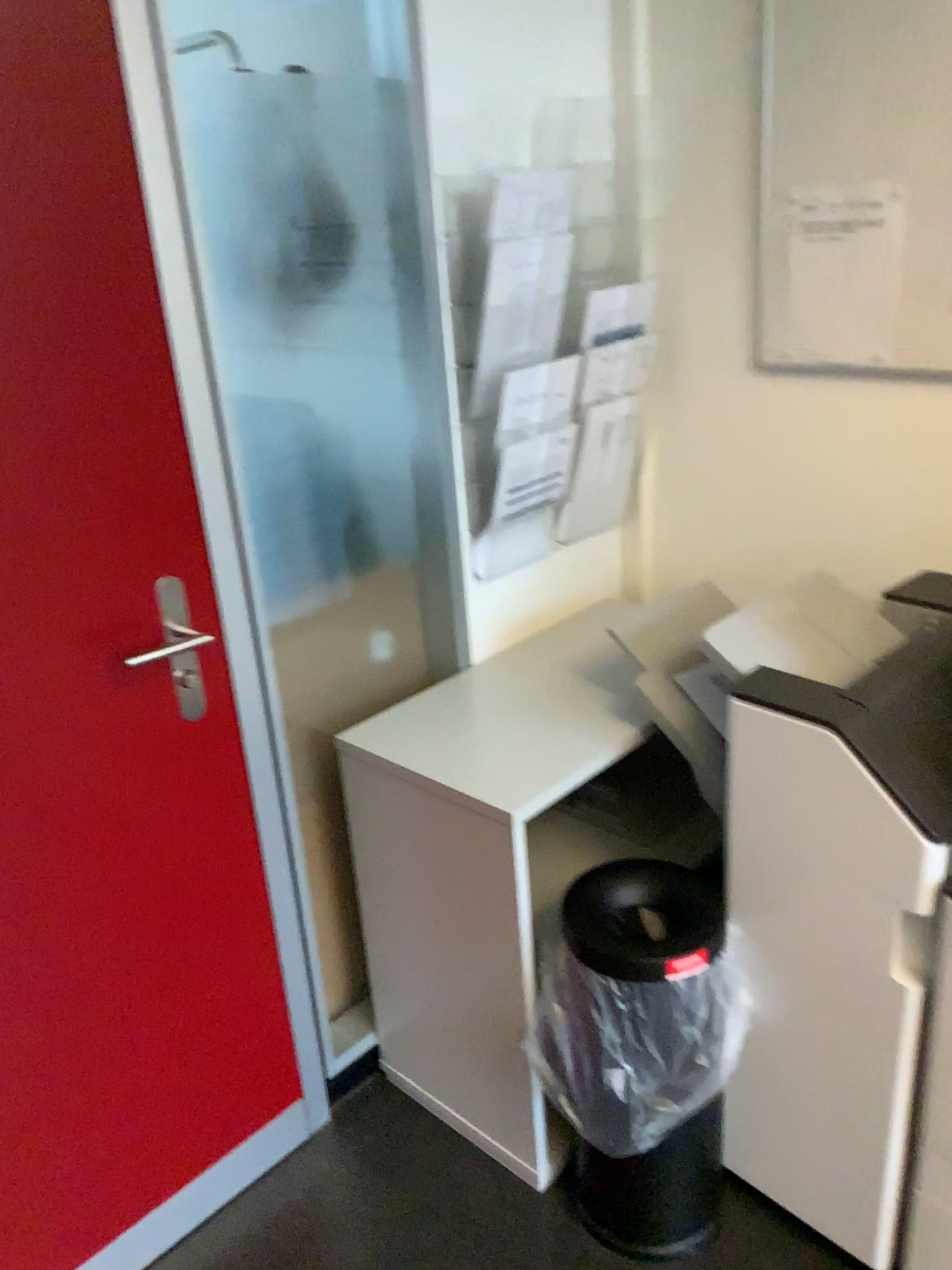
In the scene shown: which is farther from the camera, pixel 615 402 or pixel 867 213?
pixel 615 402

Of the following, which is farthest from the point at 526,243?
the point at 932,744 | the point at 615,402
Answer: the point at 932,744

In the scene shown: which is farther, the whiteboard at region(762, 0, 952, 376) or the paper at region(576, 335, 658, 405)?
the paper at region(576, 335, 658, 405)

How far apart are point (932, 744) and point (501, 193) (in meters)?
1.09

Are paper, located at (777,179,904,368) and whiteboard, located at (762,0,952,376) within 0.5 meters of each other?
yes

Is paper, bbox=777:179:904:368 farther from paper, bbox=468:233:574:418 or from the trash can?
the trash can

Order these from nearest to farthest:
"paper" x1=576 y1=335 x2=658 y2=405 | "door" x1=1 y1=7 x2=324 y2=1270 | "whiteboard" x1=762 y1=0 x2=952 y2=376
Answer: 1. "door" x1=1 y1=7 x2=324 y2=1270
2. "whiteboard" x1=762 y1=0 x2=952 y2=376
3. "paper" x1=576 y1=335 x2=658 y2=405

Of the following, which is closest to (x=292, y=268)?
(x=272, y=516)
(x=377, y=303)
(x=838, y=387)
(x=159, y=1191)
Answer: (x=377, y=303)

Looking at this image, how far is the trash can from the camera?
1.53m

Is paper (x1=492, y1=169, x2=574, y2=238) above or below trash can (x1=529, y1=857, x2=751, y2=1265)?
above
